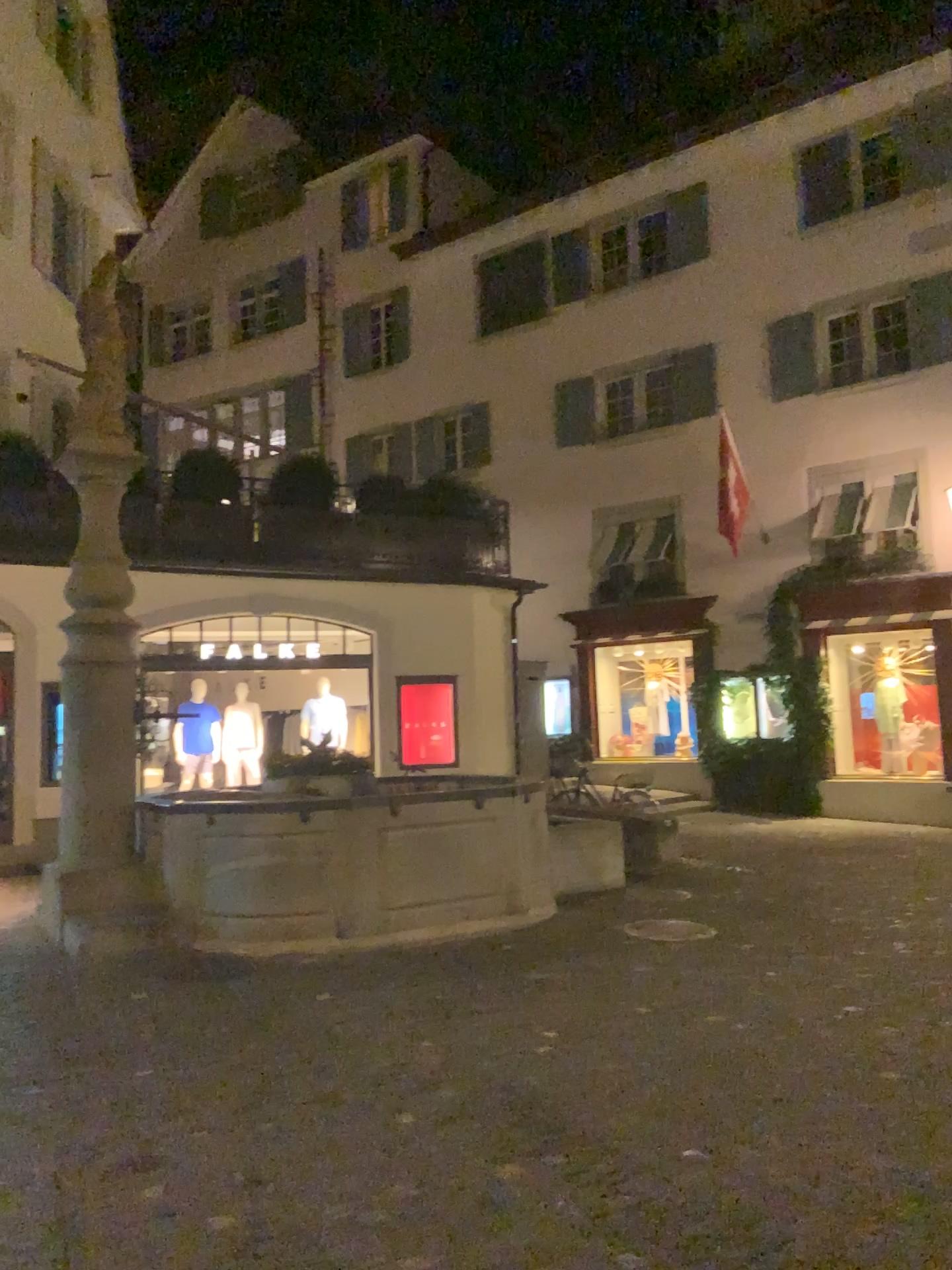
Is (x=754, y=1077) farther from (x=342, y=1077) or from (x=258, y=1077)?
(x=258, y=1077)
